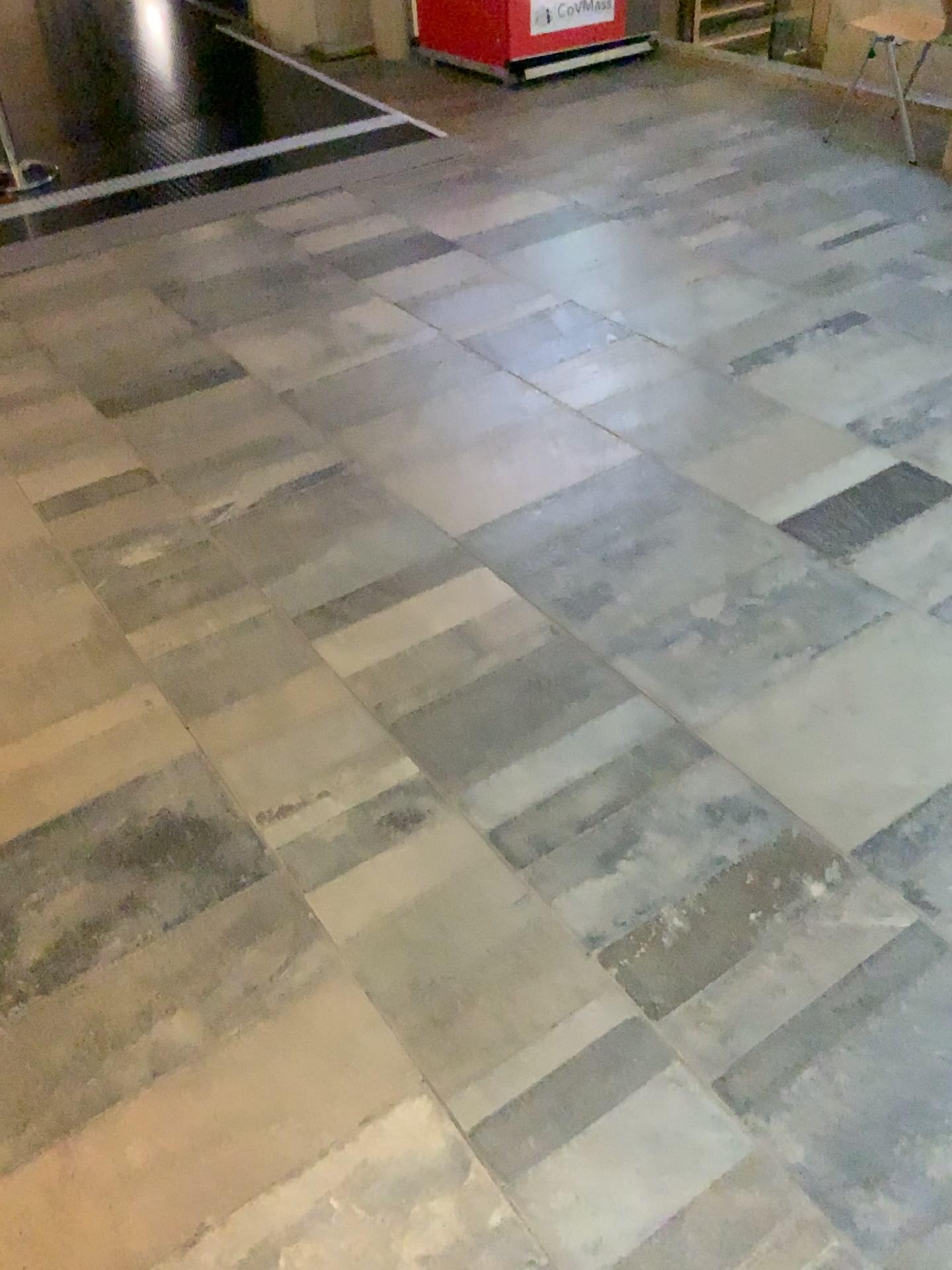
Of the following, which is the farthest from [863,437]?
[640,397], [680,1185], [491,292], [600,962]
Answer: [680,1185]
